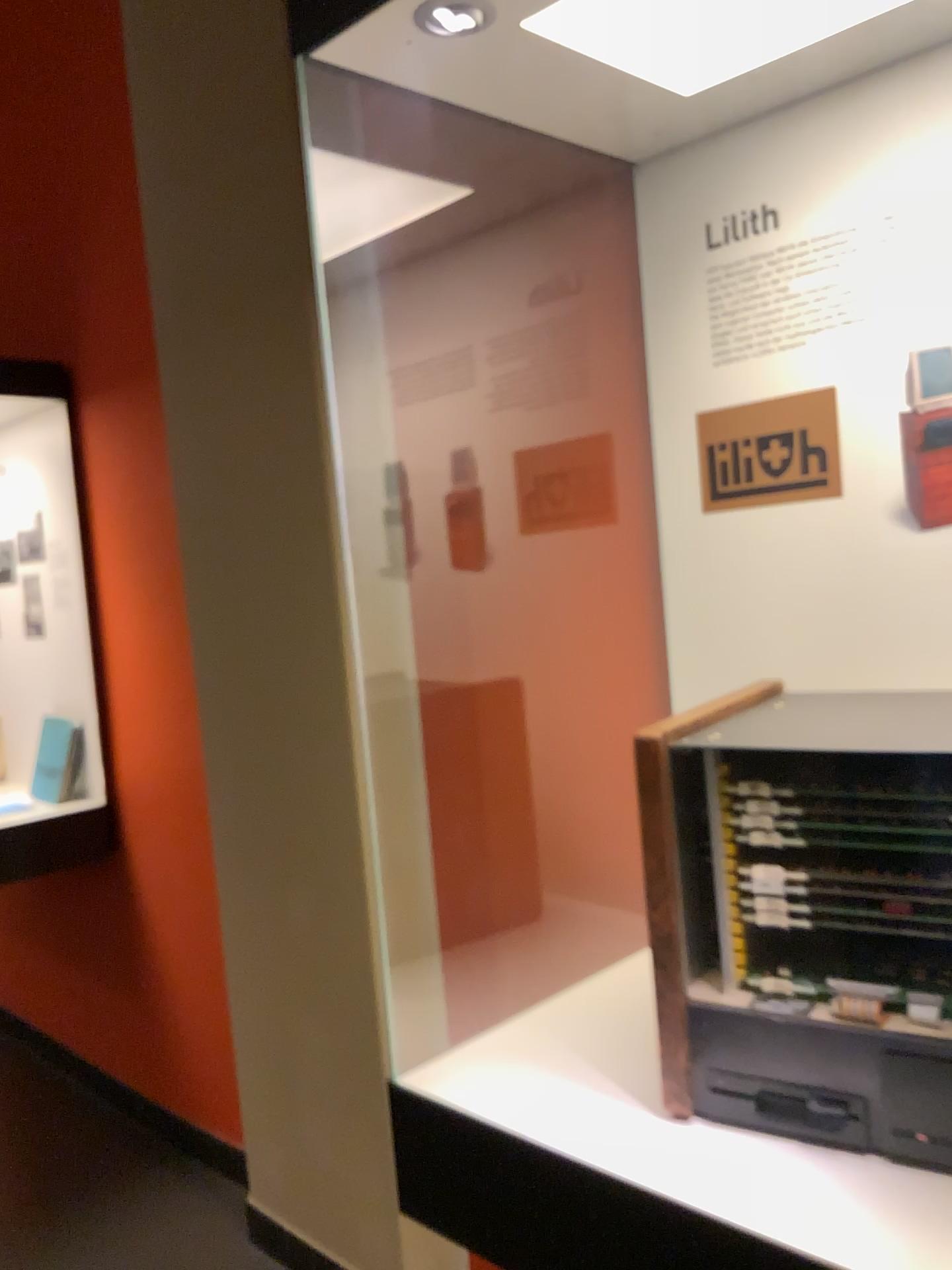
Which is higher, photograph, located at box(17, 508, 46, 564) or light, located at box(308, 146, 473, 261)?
light, located at box(308, 146, 473, 261)

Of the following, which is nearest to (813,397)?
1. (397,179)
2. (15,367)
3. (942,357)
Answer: (942,357)

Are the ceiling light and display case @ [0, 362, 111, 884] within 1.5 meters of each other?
no

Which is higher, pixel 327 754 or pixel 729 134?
pixel 729 134

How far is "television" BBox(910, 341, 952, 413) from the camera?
1.22m

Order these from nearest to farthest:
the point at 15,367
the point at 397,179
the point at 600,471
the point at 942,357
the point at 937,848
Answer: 1. the point at 937,848
2. the point at 942,357
3. the point at 600,471
4. the point at 397,179
5. the point at 15,367

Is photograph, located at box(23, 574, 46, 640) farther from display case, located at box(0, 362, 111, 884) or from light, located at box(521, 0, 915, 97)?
light, located at box(521, 0, 915, 97)

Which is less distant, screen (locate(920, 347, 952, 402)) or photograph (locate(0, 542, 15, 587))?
screen (locate(920, 347, 952, 402))

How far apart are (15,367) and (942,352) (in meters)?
2.53

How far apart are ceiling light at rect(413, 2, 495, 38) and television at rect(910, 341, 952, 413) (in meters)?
0.62
